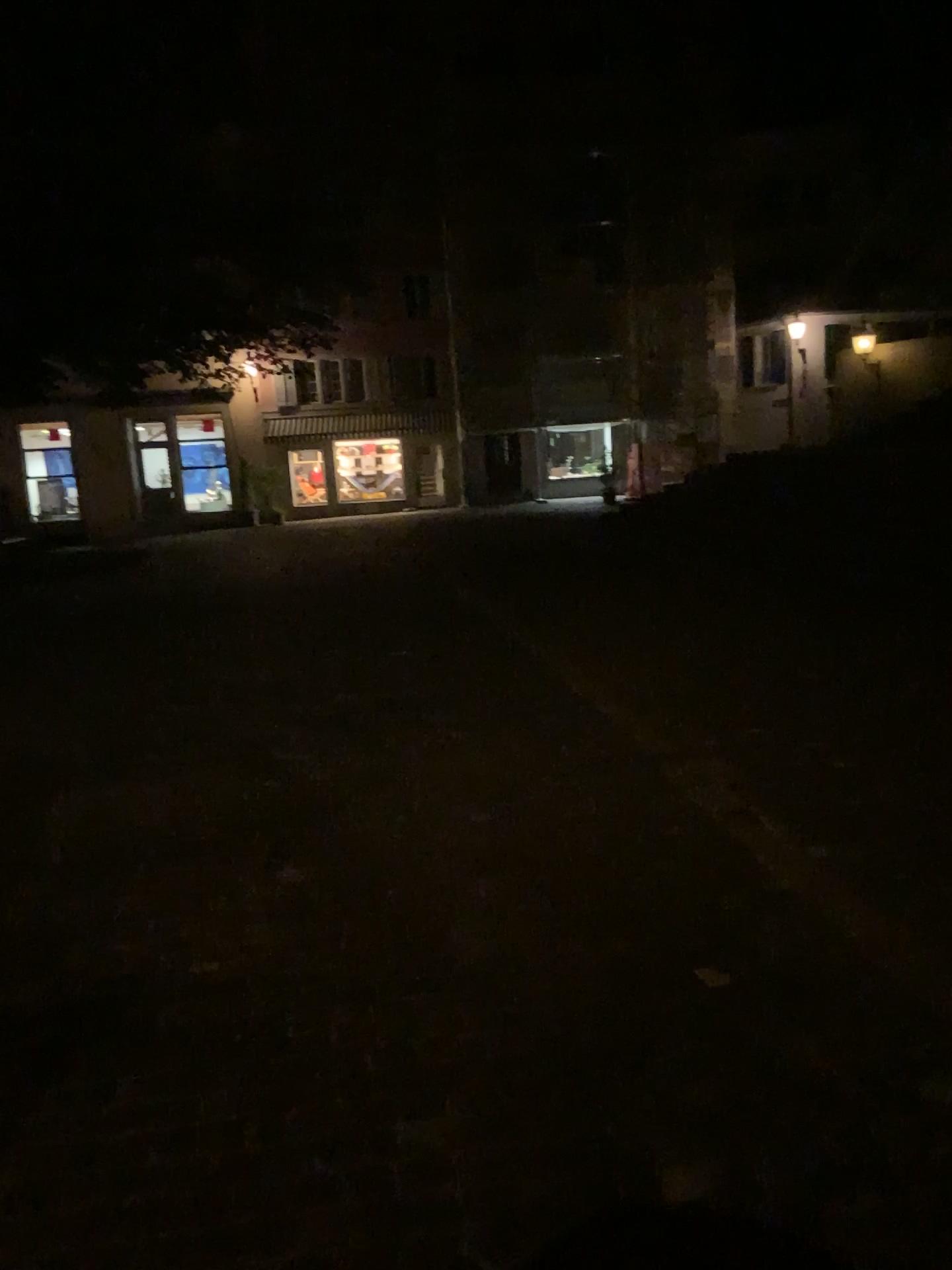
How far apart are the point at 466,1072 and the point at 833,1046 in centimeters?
87cm
